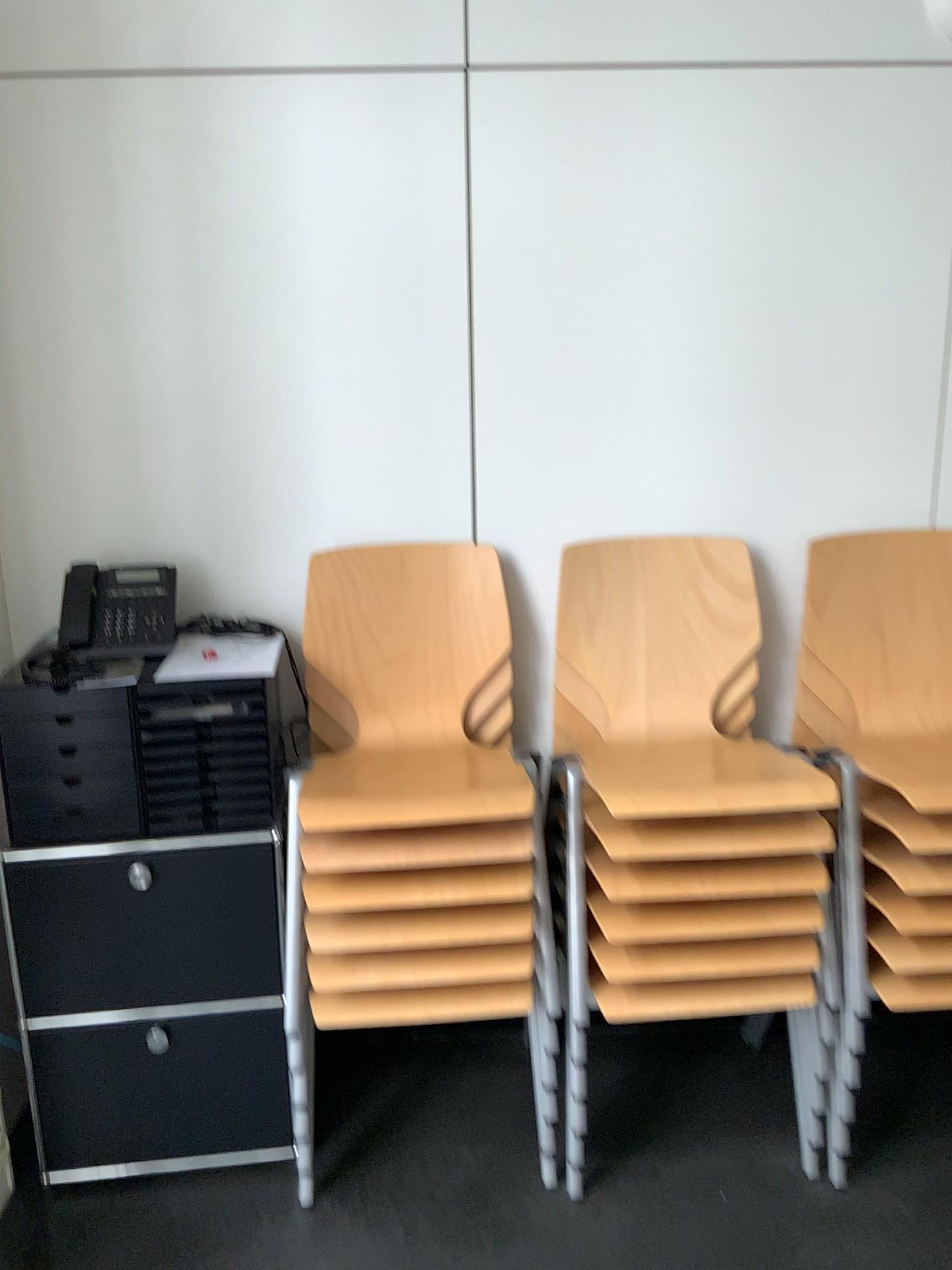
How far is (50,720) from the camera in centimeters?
191cm

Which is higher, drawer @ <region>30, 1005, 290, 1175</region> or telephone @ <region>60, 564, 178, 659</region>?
telephone @ <region>60, 564, 178, 659</region>

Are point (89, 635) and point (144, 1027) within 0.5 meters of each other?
no

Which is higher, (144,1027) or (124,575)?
(124,575)

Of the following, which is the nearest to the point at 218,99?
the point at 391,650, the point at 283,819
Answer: the point at 391,650

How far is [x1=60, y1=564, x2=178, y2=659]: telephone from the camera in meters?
2.1

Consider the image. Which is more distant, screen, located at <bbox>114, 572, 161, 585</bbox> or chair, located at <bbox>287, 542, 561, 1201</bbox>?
screen, located at <bbox>114, 572, 161, 585</bbox>

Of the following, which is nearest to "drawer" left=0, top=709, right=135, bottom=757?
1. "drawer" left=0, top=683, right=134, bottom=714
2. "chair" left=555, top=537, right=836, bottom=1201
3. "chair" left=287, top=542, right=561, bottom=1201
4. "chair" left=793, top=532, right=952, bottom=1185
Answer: "drawer" left=0, top=683, right=134, bottom=714

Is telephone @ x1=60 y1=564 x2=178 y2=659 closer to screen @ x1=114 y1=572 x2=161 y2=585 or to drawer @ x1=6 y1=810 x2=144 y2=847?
screen @ x1=114 y1=572 x2=161 y2=585

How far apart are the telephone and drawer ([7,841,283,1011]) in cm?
41
